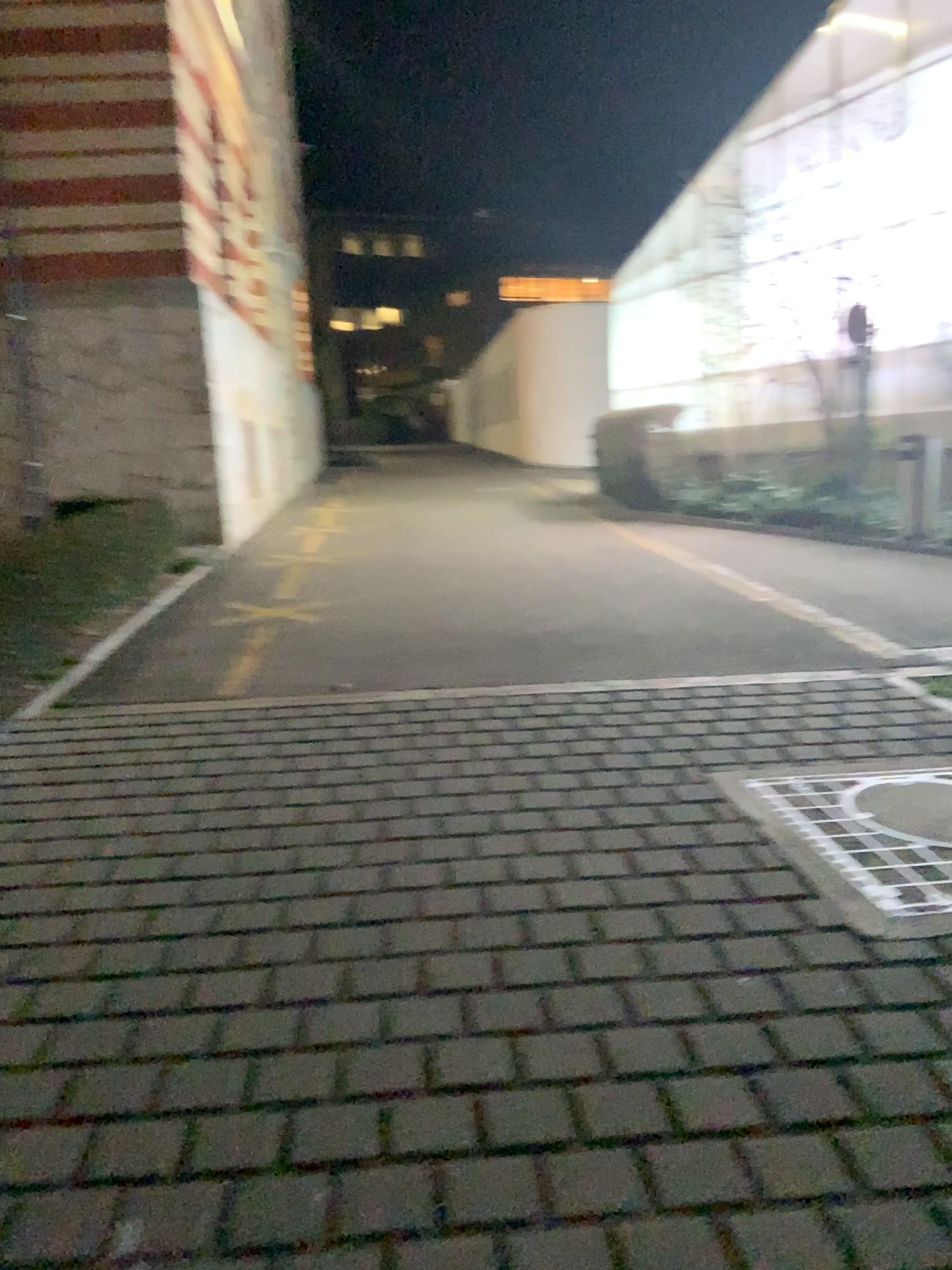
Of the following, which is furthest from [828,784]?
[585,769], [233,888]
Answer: [233,888]
